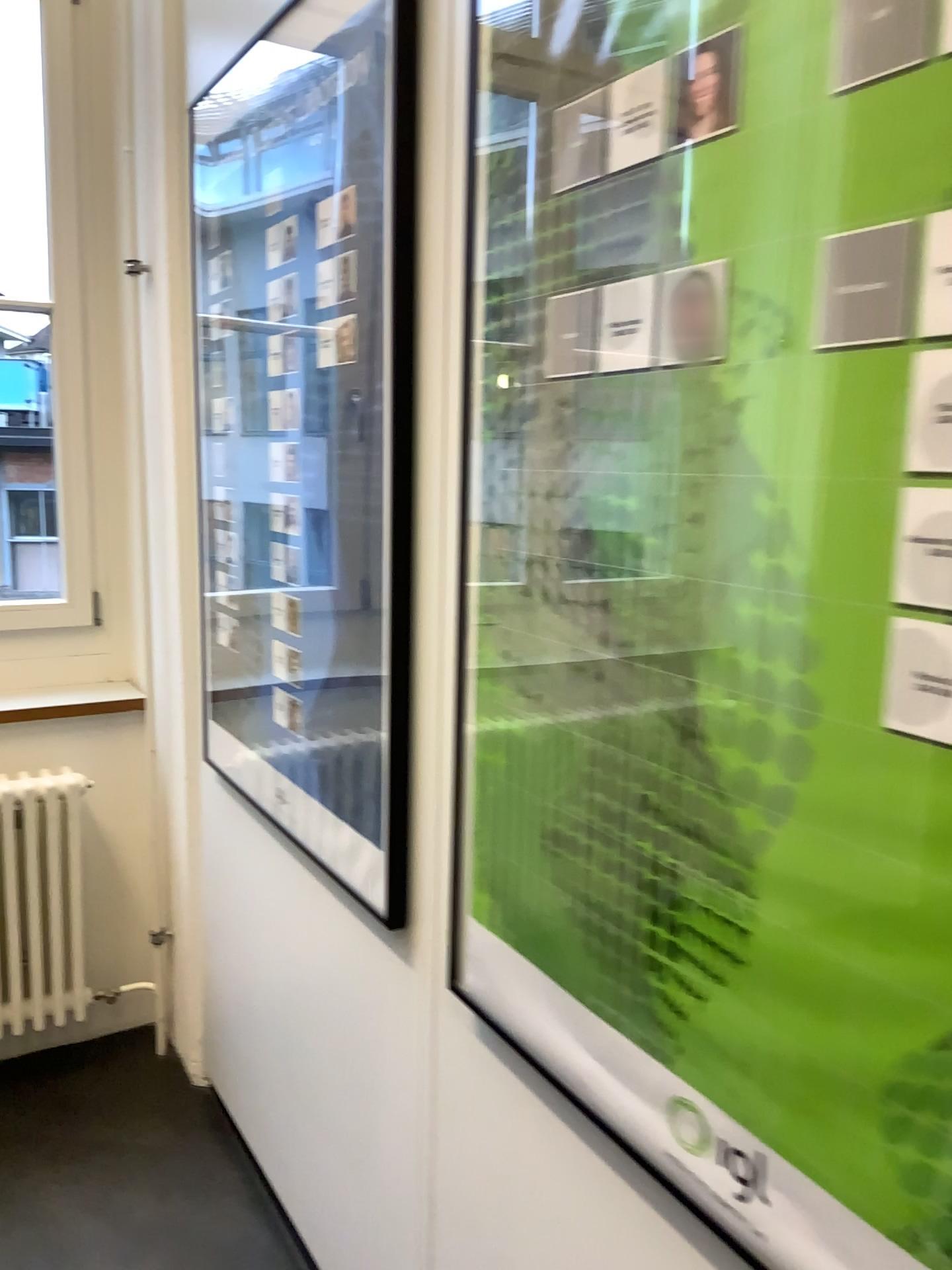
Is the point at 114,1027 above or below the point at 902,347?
below

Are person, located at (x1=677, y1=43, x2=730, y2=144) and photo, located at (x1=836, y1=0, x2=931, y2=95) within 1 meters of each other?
yes

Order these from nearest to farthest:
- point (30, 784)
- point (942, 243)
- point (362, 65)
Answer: point (942, 243) < point (362, 65) < point (30, 784)

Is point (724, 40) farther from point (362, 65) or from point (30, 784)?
point (30, 784)

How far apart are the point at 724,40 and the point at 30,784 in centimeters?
217cm

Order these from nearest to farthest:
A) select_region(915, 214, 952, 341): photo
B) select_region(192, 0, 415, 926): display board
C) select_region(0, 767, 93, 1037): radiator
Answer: select_region(915, 214, 952, 341): photo < select_region(192, 0, 415, 926): display board < select_region(0, 767, 93, 1037): radiator

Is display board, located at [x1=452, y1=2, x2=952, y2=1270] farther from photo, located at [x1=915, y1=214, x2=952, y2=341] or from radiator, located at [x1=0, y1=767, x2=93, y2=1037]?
radiator, located at [x1=0, y1=767, x2=93, y2=1037]

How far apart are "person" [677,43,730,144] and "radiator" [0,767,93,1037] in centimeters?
209cm

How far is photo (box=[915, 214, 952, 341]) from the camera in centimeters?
65cm

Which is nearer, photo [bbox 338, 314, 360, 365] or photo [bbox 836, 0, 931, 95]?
photo [bbox 836, 0, 931, 95]
